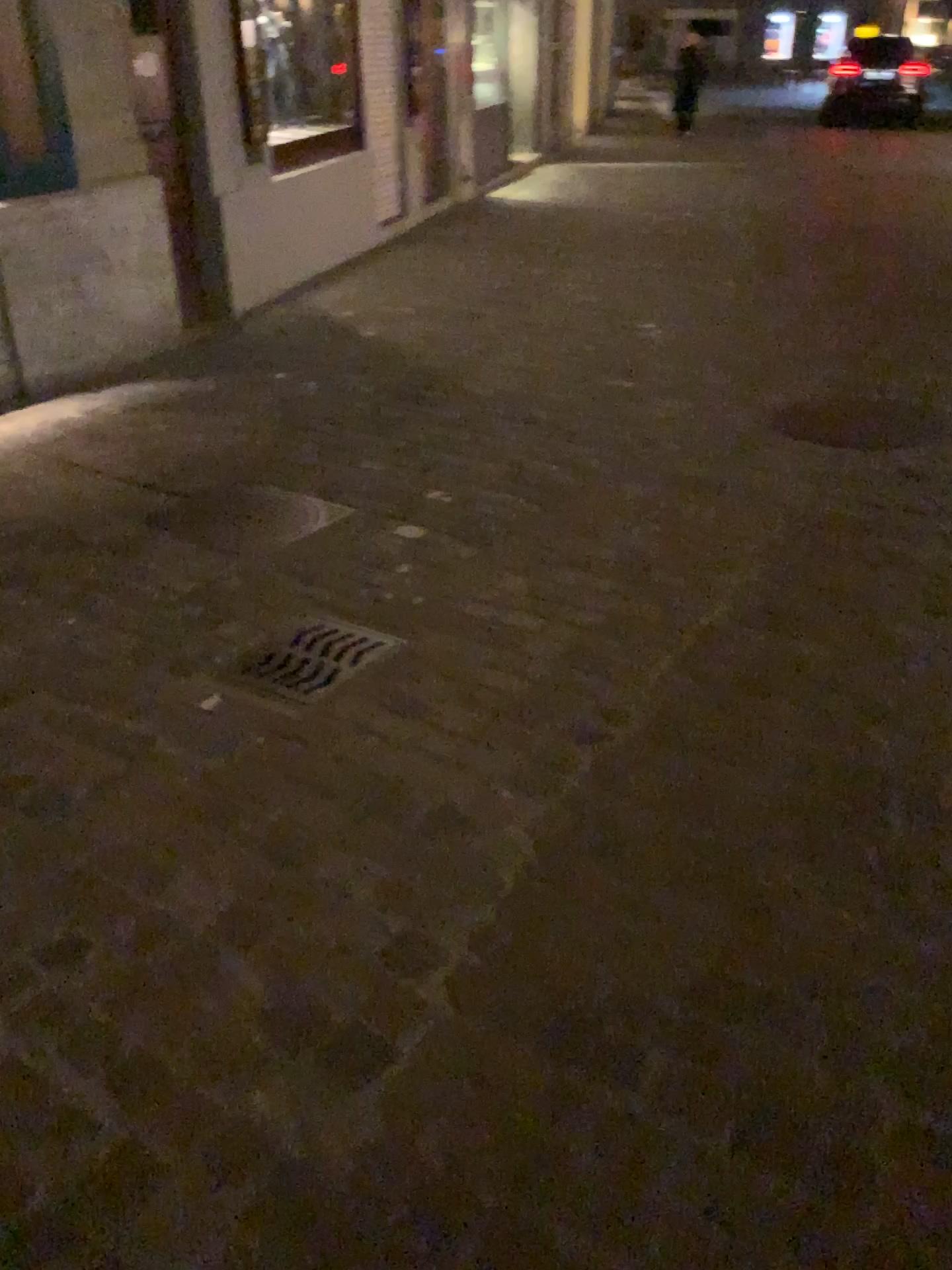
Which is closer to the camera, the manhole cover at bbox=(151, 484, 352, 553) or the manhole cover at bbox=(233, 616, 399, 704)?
the manhole cover at bbox=(233, 616, 399, 704)

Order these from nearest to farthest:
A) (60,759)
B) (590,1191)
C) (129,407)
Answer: (590,1191) < (60,759) < (129,407)

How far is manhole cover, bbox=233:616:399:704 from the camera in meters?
2.6

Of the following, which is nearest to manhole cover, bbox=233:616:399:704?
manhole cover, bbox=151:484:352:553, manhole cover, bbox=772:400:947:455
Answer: manhole cover, bbox=151:484:352:553

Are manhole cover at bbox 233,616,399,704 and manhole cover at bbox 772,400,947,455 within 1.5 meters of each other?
no

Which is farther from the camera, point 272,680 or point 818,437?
point 818,437

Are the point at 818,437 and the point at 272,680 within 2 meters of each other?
no

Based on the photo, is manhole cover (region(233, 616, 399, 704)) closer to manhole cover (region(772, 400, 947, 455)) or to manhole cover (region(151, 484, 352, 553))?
manhole cover (region(151, 484, 352, 553))

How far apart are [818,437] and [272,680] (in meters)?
2.60

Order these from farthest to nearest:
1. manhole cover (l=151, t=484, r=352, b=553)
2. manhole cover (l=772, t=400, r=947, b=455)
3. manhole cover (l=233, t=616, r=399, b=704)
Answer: manhole cover (l=772, t=400, r=947, b=455) < manhole cover (l=151, t=484, r=352, b=553) < manhole cover (l=233, t=616, r=399, b=704)
